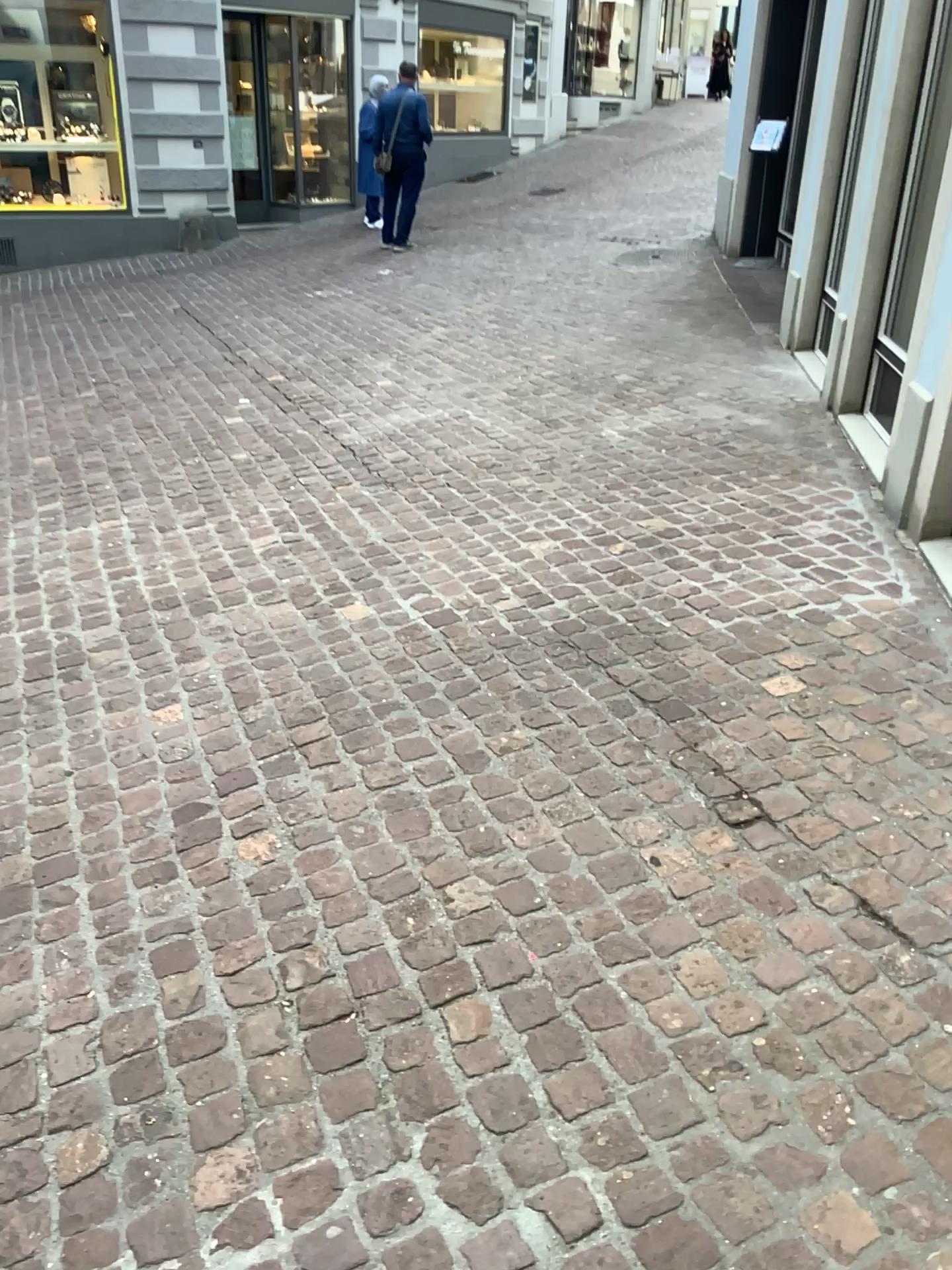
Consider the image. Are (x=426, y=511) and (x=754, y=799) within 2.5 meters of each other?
yes
